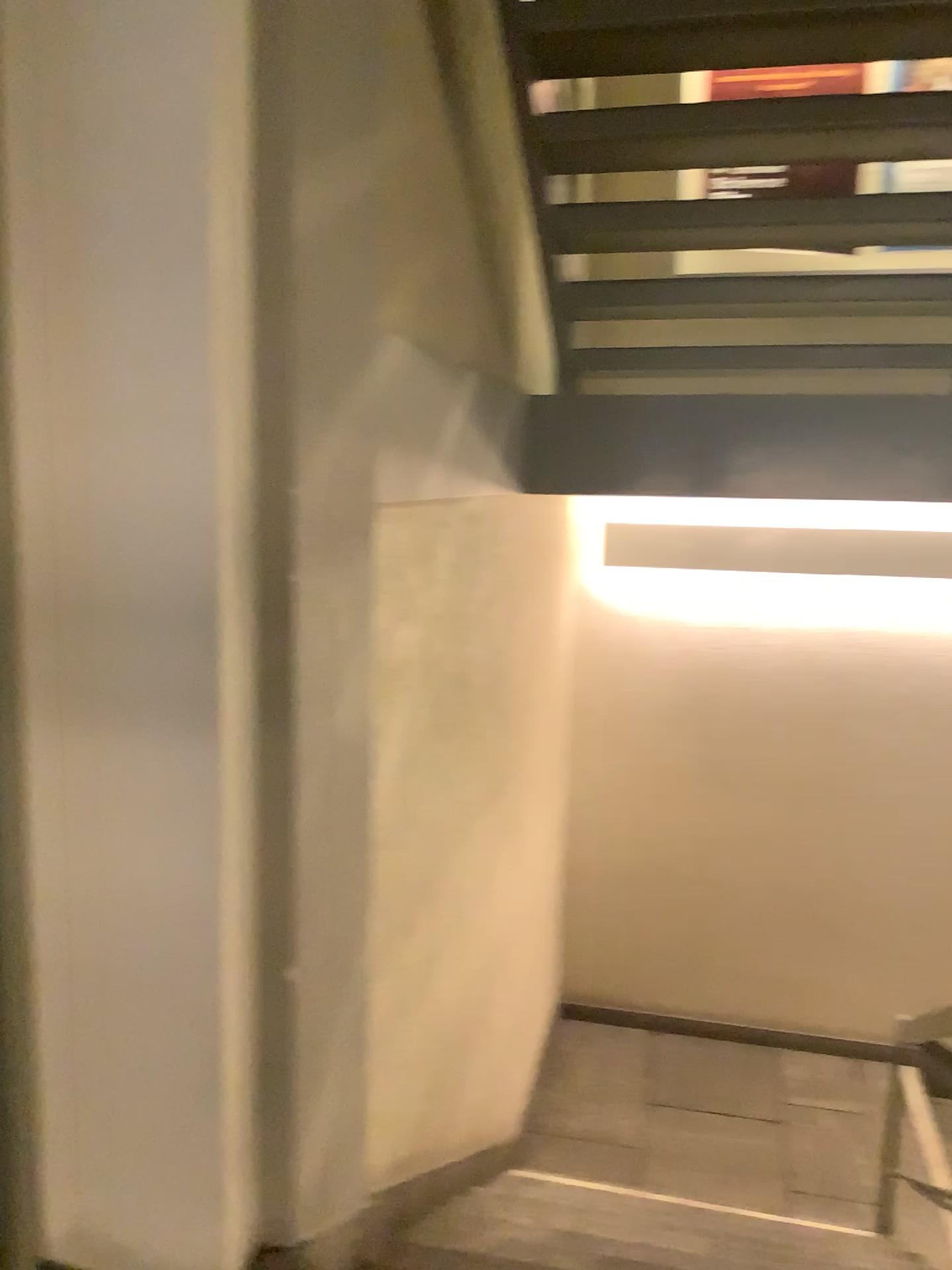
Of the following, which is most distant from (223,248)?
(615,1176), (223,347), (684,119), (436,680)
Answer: (615,1176)
